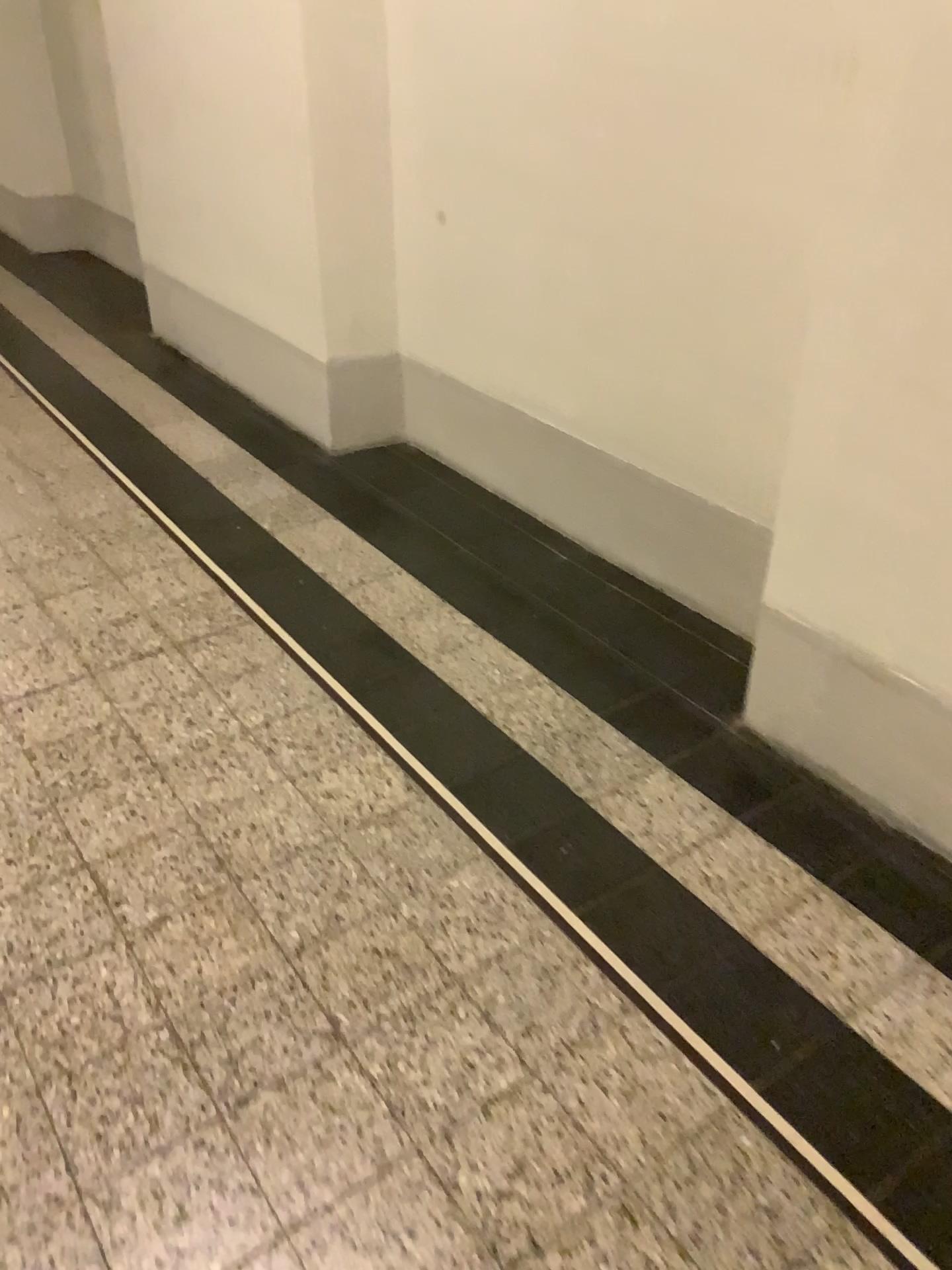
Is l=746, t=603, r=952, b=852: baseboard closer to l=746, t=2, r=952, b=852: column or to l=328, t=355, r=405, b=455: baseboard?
l=746, t=2, r=952, b=852: column

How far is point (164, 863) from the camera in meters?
1.9

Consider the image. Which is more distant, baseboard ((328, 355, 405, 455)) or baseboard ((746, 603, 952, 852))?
baseboard ((328, 355, 405, 455))

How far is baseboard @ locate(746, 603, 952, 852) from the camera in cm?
186

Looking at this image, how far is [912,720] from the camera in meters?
1.9 m

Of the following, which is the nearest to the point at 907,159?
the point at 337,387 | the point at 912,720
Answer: the point at 912,720

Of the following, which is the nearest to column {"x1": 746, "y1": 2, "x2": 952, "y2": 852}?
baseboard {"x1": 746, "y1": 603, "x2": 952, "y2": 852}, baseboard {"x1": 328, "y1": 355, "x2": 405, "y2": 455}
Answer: baseboard {"x1": 746, "y1": 603, "x2": 952, "y2": 852}

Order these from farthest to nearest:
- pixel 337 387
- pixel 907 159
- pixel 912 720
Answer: pixel 337 387 → pixel 912 720 → pixel 907 159

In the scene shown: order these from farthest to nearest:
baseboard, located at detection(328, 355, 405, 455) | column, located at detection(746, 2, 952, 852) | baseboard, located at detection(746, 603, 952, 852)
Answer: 1. baseboard, located at detection(328, 355, 405, 455)
2. baseboard, located at detection(746, 603, 952, 852)
3. column, located at detection(746, 2, 952, 852)
